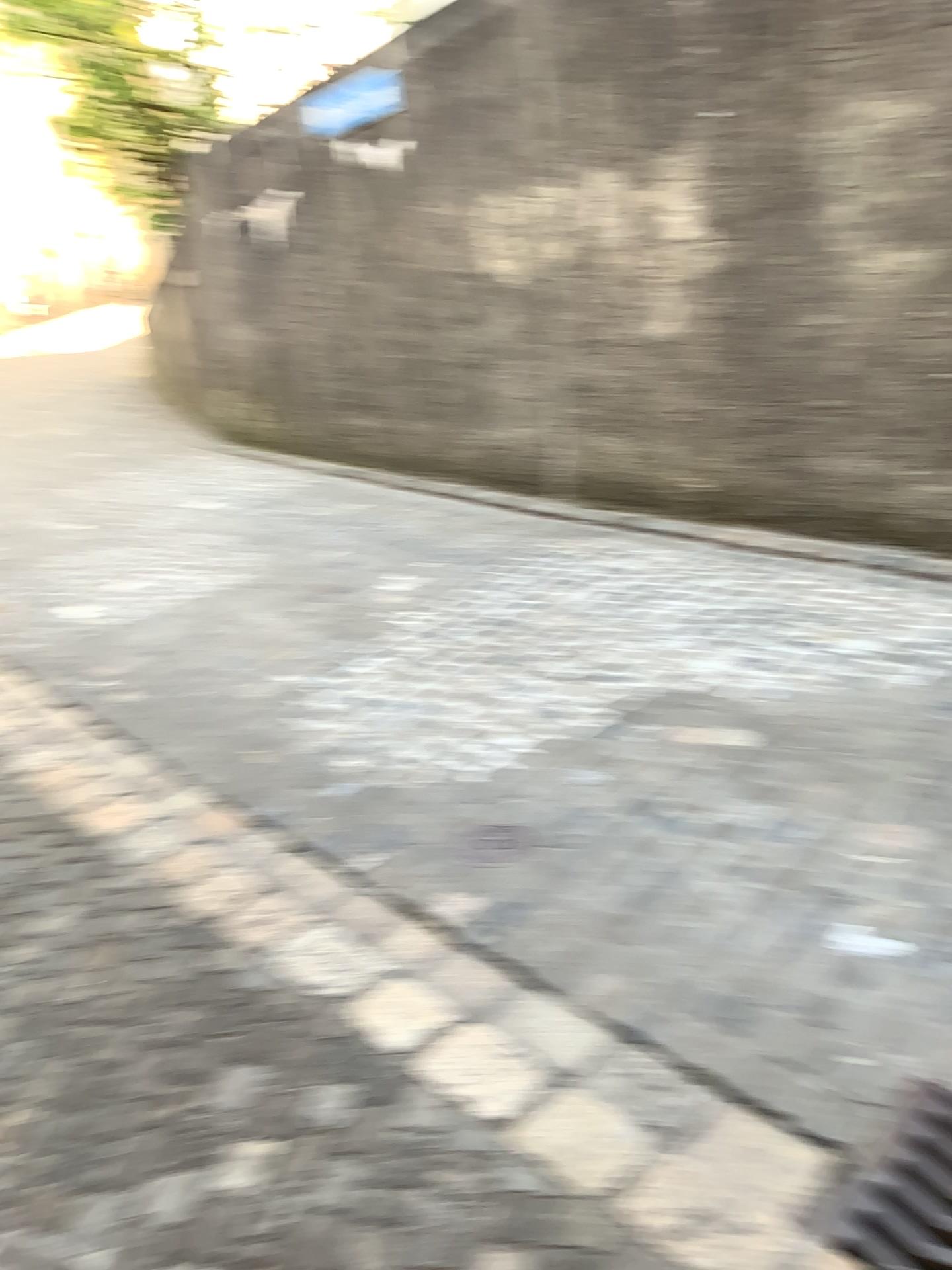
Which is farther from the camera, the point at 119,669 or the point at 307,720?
the point at 119,669

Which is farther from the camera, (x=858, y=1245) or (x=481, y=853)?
(x=481, y=853)

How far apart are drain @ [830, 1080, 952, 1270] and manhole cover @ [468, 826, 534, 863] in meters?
1.0

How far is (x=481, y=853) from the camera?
2.46m

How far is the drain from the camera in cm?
142

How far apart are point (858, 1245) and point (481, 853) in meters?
1.2 m

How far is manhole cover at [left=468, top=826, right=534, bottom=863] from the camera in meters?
2.5

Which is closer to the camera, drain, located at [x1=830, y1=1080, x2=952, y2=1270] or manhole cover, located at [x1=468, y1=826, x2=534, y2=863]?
drain, located at [x1=830, y1=1080, x2=952, y2=1270]
